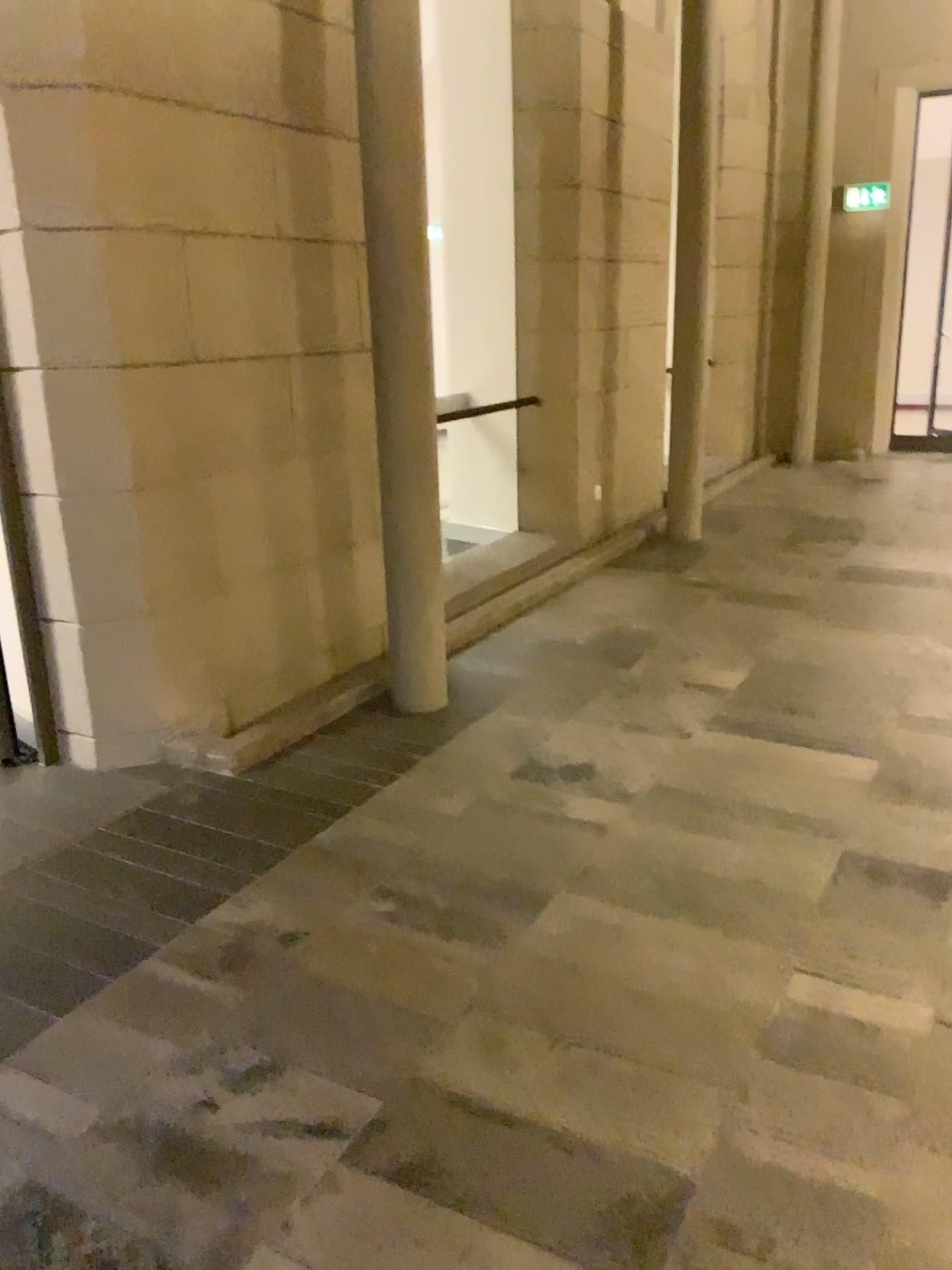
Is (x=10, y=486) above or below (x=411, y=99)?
below

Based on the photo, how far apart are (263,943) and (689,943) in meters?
1.0
